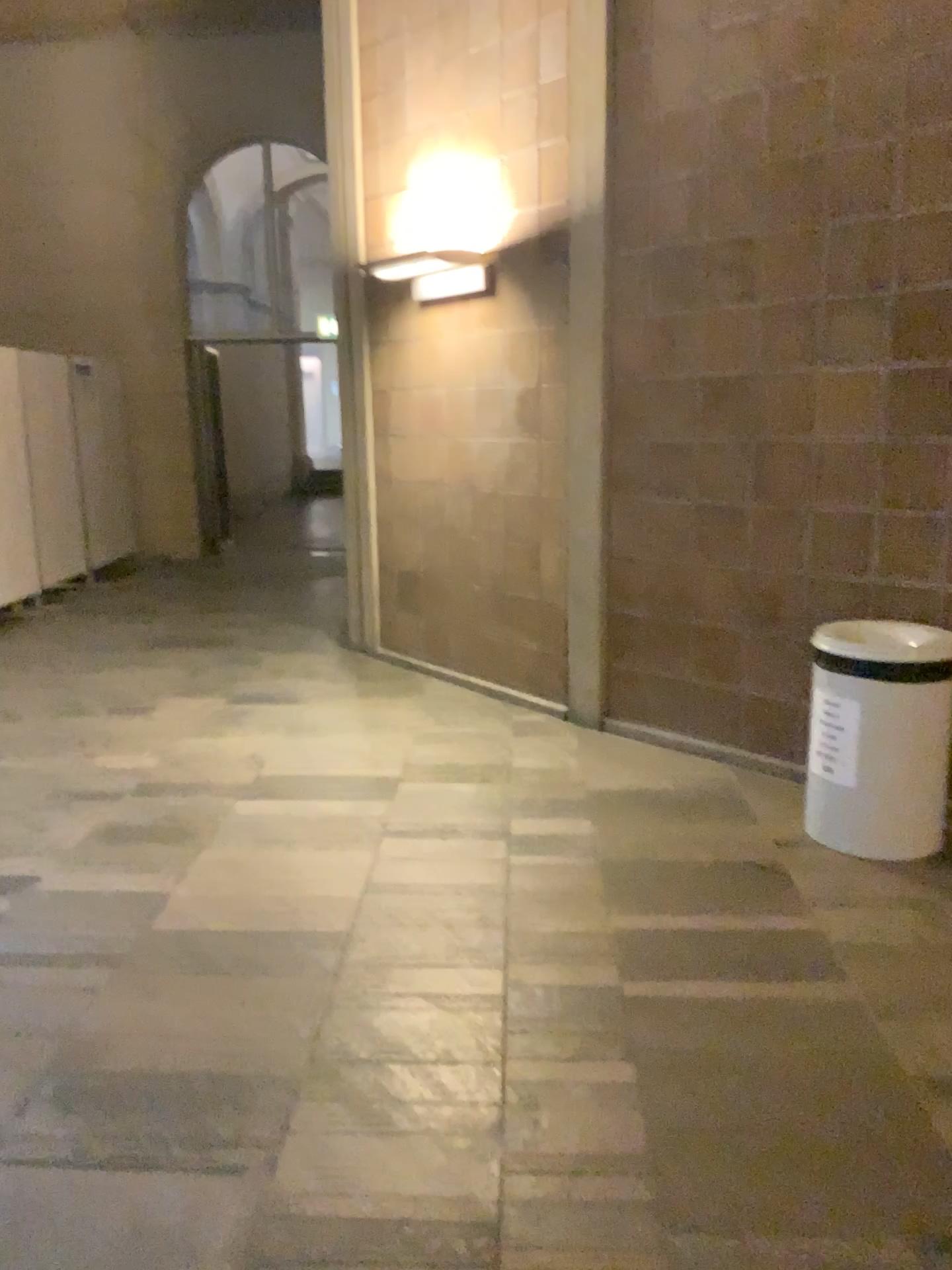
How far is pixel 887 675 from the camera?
3.38m

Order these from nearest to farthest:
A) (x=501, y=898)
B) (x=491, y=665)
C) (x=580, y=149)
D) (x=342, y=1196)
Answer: (x=342, y=1196) → (x=501, y=898) → (x=580, y=149) → (x=491, y=665)

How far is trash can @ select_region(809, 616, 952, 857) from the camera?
3.4 meters
